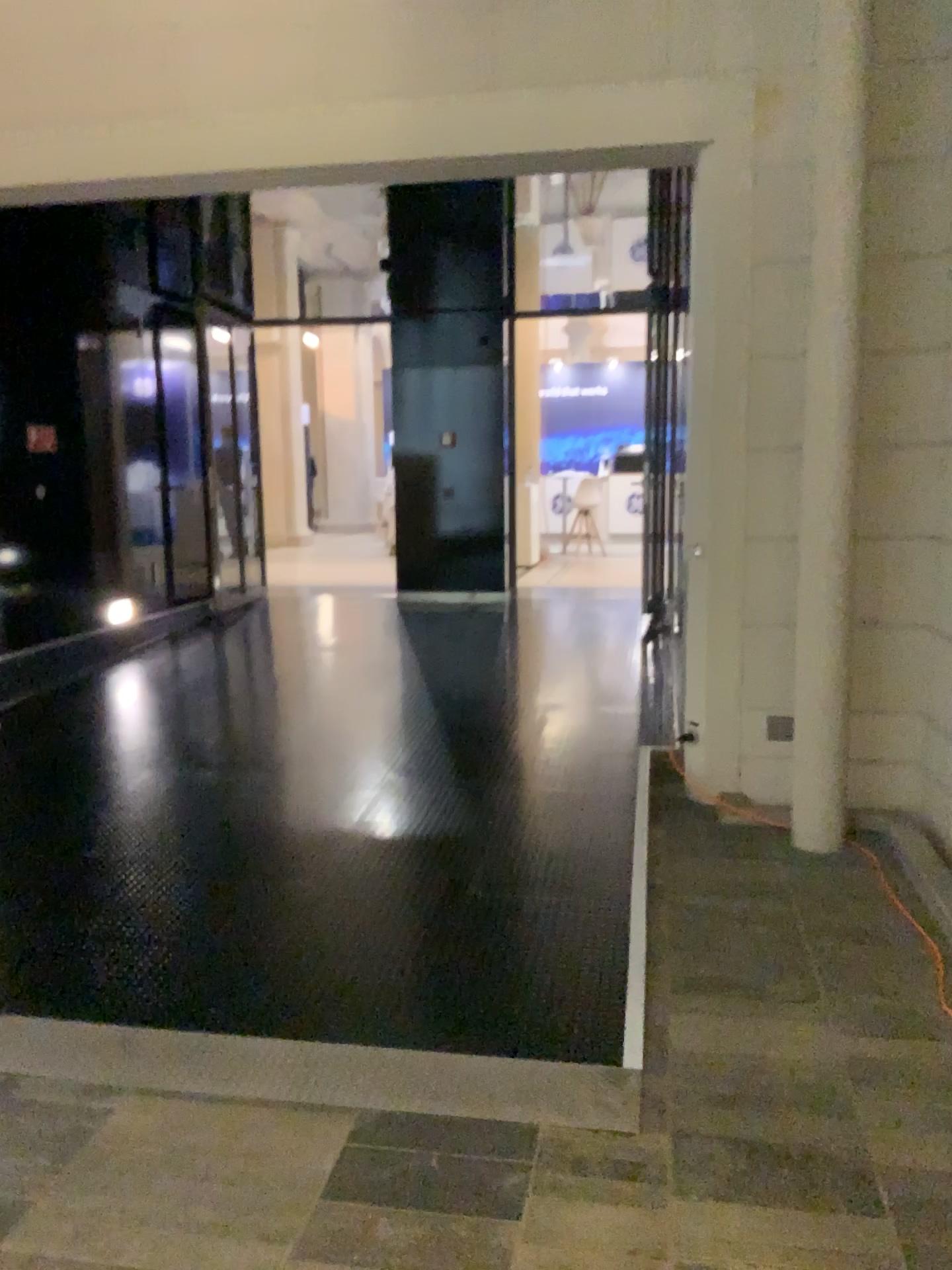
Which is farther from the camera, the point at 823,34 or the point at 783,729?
the point at 783,729

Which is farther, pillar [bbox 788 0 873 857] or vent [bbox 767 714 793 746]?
vent [bbox 767 714 793 746]

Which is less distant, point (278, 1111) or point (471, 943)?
point (278, 1111)

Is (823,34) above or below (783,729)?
above
